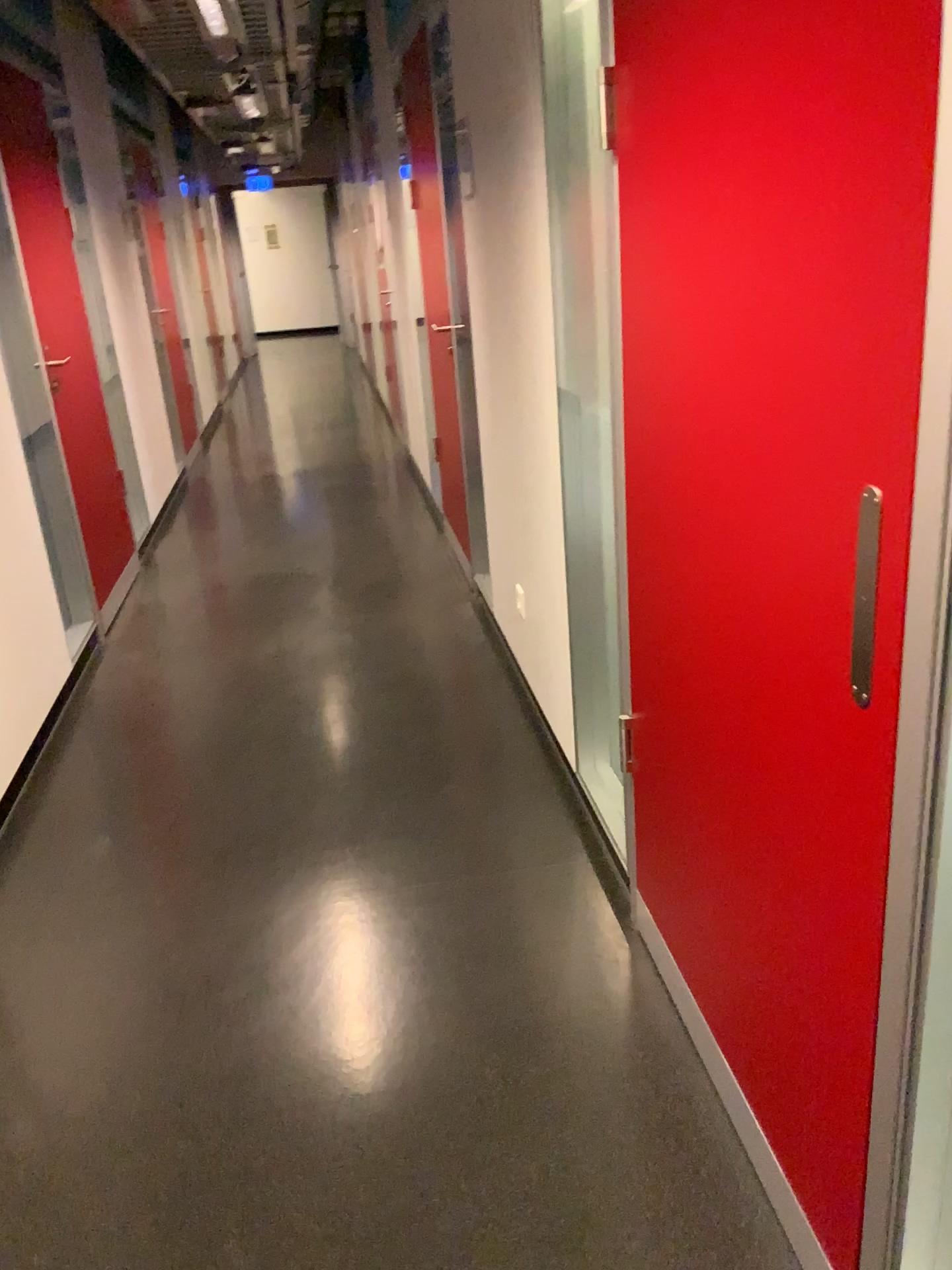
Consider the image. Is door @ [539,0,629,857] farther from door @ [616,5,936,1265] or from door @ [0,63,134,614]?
door @ [0,63,134,614]

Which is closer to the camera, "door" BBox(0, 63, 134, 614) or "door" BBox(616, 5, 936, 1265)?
"door" BBox(616, 5, 936, 1265)

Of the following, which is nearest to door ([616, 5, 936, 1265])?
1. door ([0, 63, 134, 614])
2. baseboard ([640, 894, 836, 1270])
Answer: baseboard ([640, 894, 836, 1270])

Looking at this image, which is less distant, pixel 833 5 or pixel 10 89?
pixel 833 5

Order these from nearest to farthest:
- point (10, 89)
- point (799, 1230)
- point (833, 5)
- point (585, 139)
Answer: point (833, 5)
point (799, 1230)
point (585, 139)
point (10, 89)

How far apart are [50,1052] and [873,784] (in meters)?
1.68

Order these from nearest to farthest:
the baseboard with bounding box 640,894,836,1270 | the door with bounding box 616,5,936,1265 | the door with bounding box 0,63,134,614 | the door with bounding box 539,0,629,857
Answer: the door with bounding box 616,5,936,1265, the baseboard with bounding box 640,894,836,1270, the door with bounding box 539,0,629,857, the door with bounding box 0,63,134,614

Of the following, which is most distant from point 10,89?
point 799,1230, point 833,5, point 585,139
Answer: point 799,1230

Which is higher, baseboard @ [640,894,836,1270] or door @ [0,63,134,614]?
door @ [0,63,134,614]

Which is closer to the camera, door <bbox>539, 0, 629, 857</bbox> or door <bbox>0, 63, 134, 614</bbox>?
door <bbox>539, 0, 629, 857</bbox>
